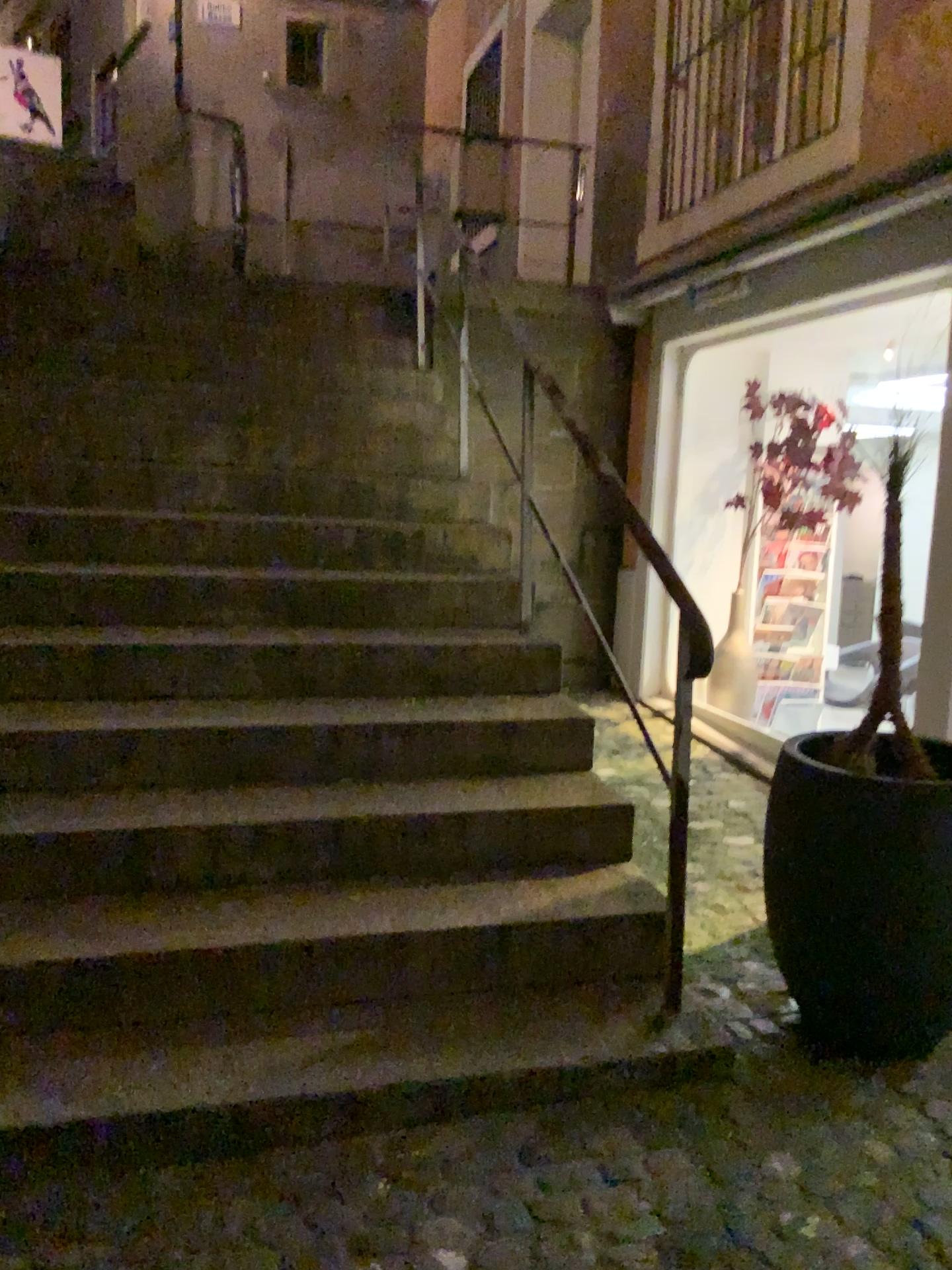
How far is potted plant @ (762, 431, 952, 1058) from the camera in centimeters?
224cm

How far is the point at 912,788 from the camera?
2.2m

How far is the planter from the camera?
2.24m

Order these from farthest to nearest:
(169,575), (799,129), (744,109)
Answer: (744,109) → (799,129) → (169,575)

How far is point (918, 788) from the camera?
2.2 meters
